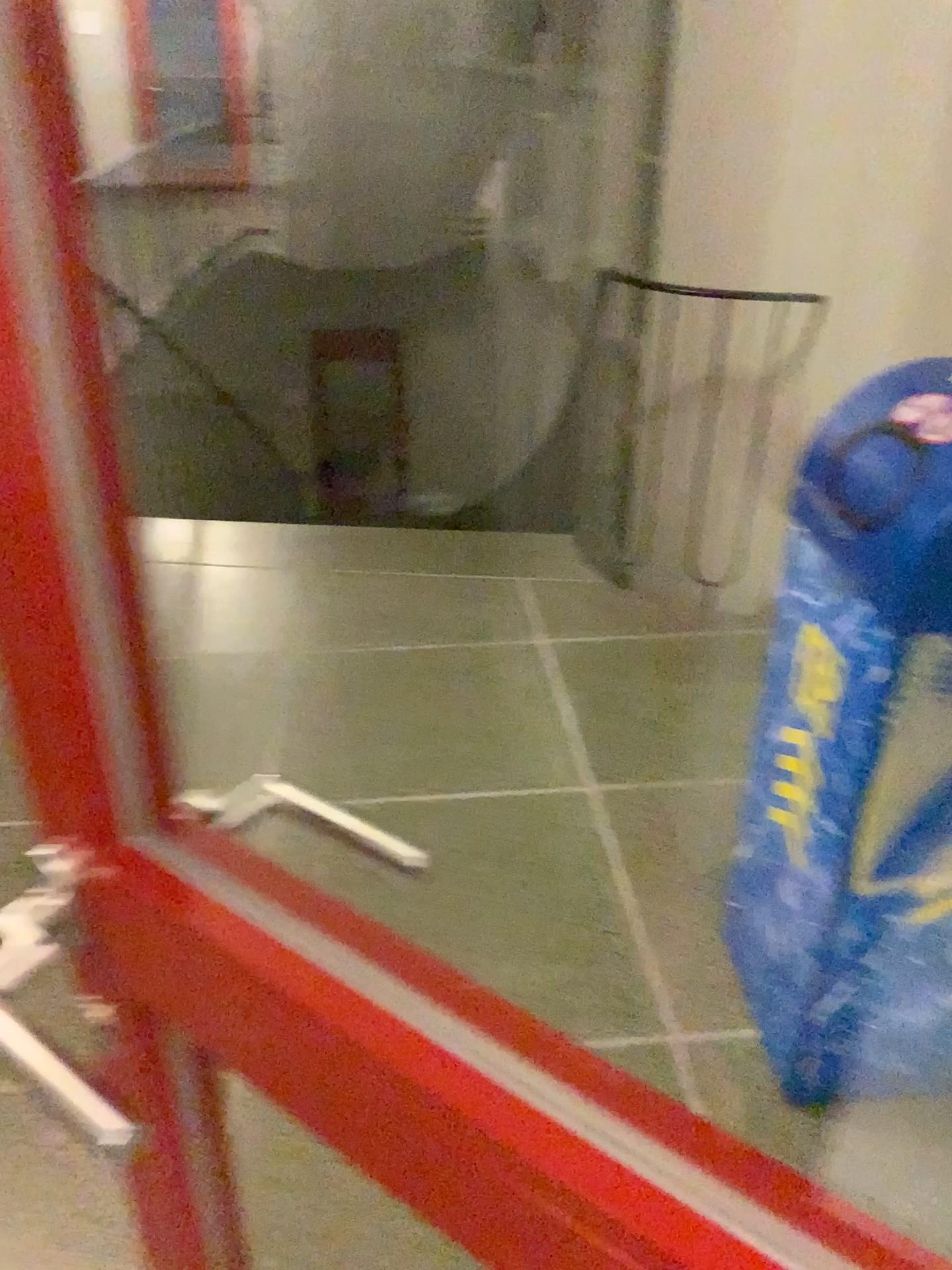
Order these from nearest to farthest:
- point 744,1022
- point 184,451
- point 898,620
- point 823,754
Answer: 1. point 898,620
2. point 823,754
3. point 744,1022
4. point 184,451

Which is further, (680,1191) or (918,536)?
(918,536)

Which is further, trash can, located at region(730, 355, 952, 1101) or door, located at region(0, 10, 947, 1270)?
trash can, located at region(730, 355, 952, 1101)
